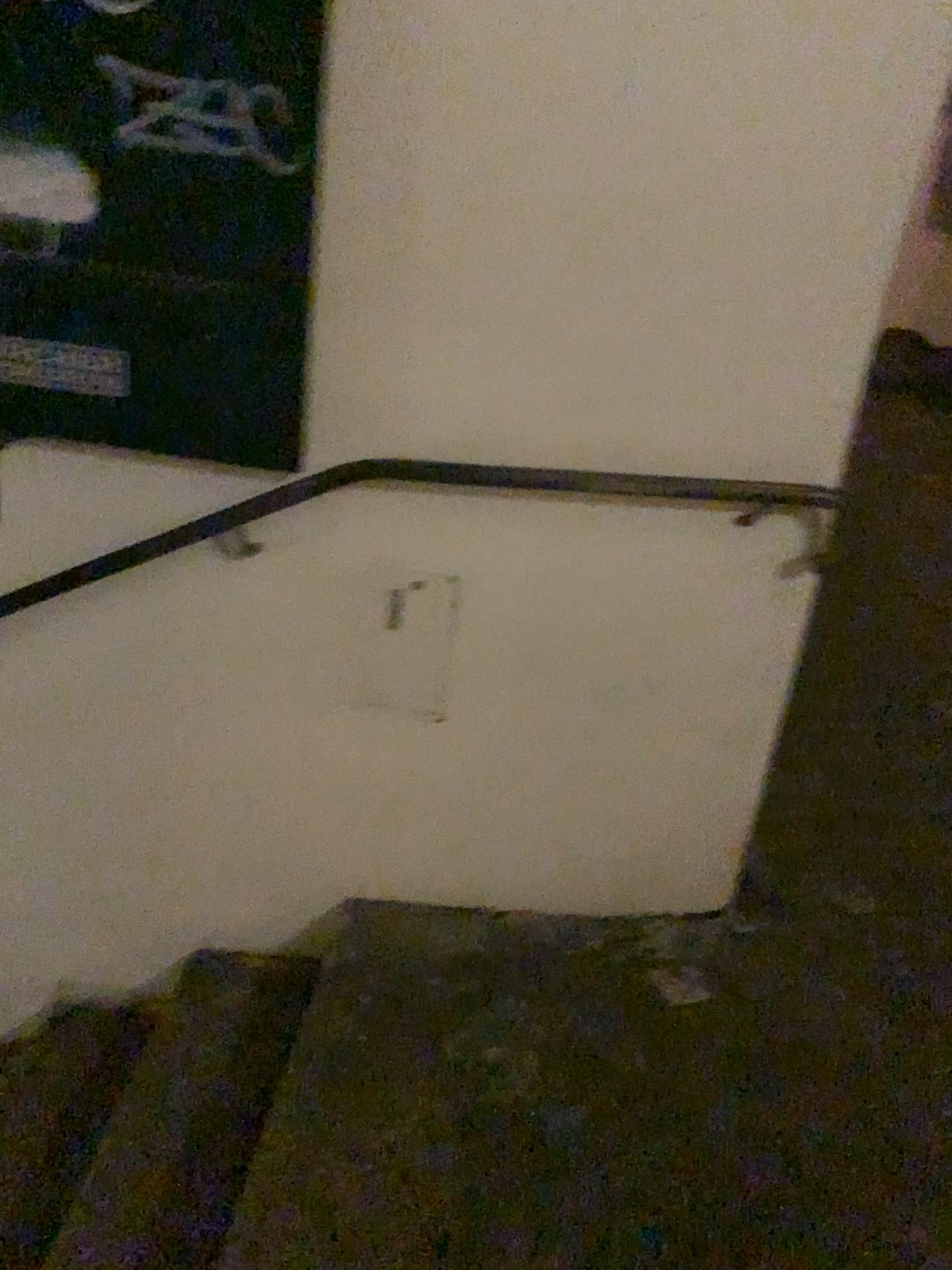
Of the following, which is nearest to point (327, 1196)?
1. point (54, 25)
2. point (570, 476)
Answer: point (570, 476)

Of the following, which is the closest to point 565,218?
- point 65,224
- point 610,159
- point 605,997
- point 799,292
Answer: point 610,159

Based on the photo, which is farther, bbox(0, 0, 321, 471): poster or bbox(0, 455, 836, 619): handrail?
bbox(0, 455, 836, 619): handrail

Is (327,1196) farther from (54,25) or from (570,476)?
(54,25)

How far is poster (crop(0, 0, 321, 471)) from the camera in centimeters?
142cm

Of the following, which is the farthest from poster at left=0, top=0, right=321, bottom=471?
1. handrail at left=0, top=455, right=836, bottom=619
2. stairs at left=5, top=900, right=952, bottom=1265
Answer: stairs at left=5, top=900, right=952, bottom=1265

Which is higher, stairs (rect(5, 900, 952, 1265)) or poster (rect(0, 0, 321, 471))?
poster (rect(0, 0, 321, 471))

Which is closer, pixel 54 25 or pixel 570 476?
pixel 54 25

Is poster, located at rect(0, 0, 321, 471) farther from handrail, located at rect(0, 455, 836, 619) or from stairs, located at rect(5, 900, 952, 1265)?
stairs, located at rect(5, 900, 952, 1265)
